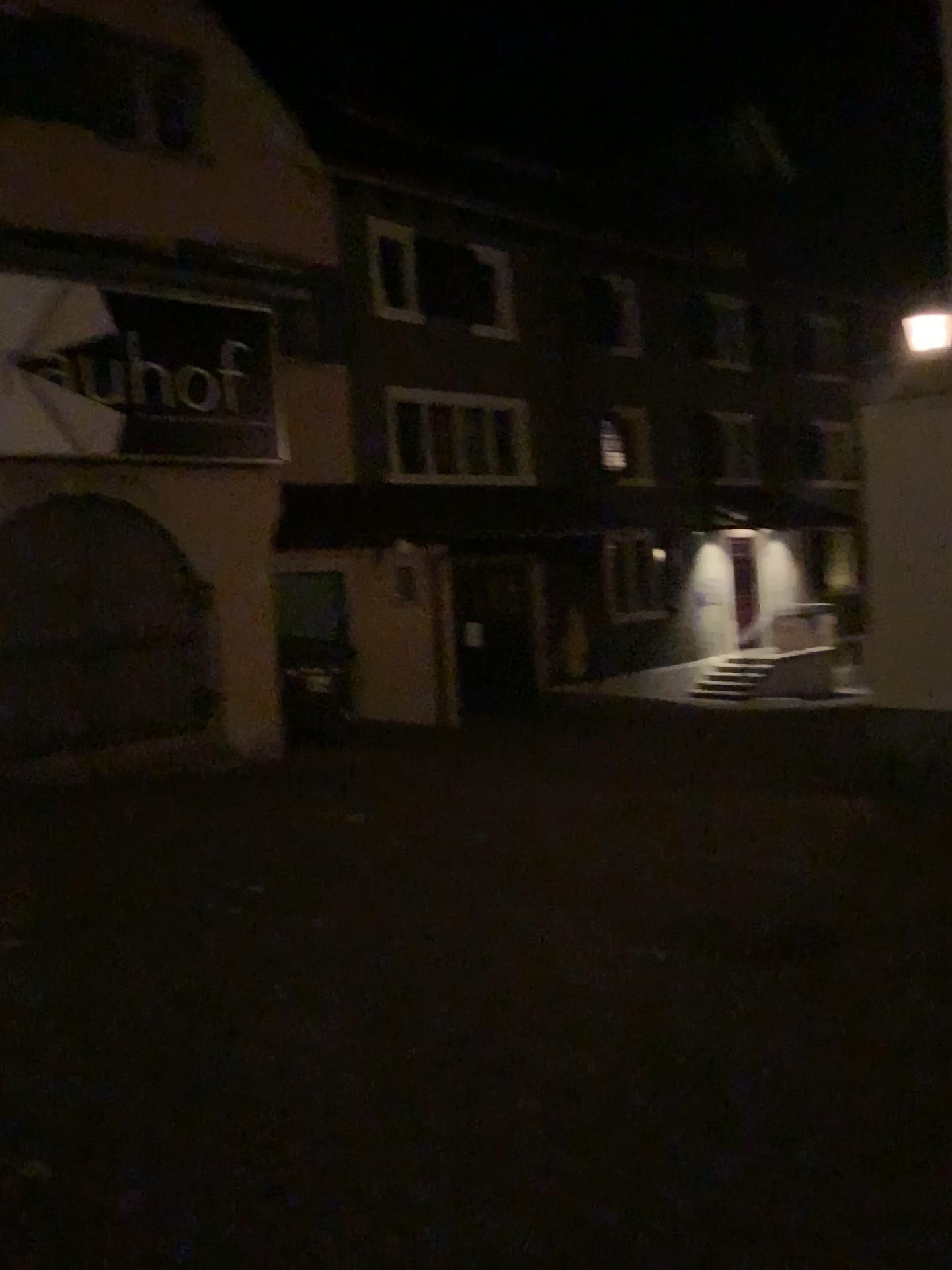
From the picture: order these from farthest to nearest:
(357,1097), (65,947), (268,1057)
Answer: (65,947) → (268,1057) → (357,1097)
